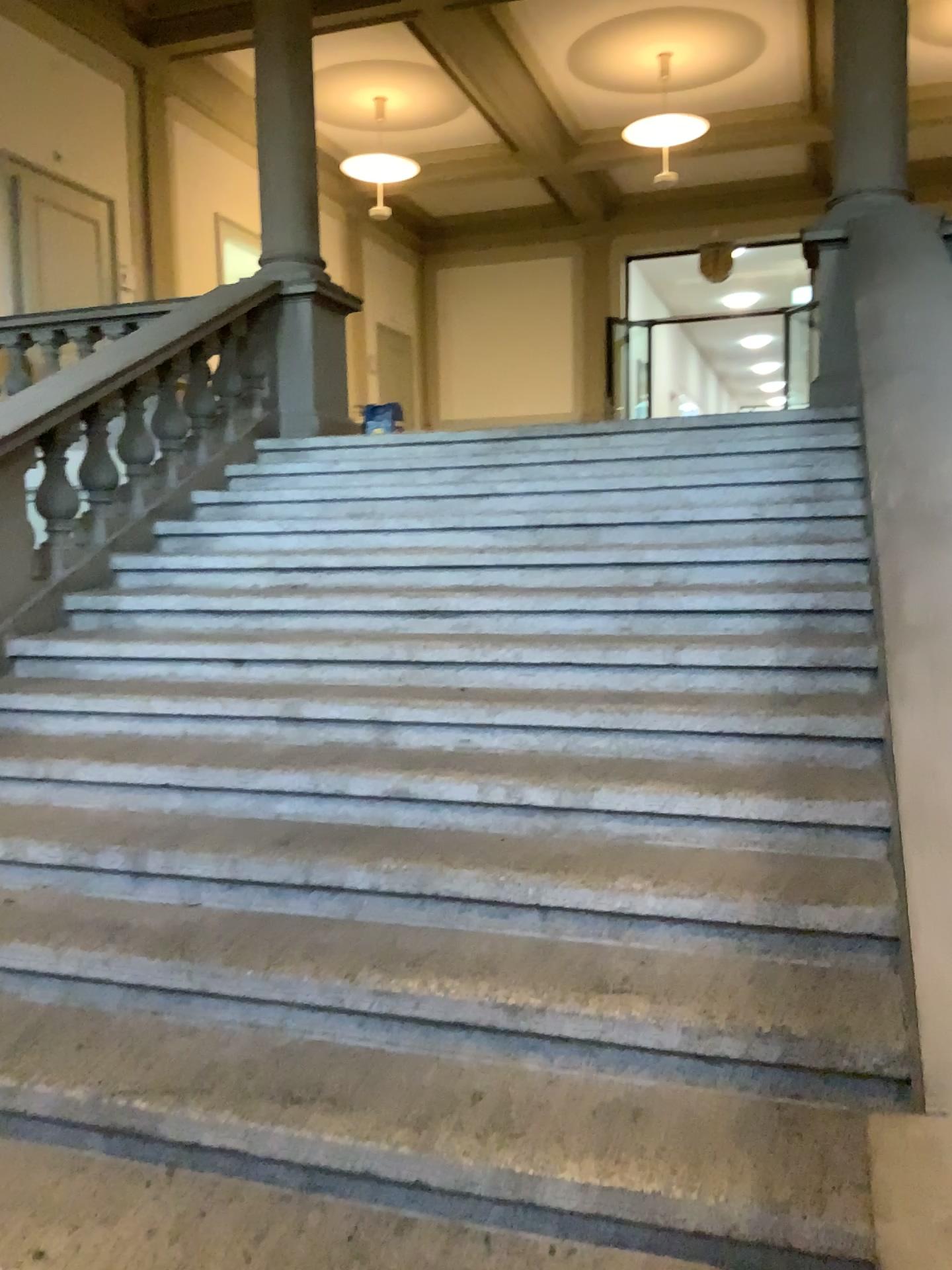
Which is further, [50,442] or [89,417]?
[89,417]

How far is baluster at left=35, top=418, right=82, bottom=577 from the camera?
4.4 meters

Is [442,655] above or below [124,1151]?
above

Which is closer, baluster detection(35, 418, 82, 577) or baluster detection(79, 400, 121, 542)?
baluster detection(35, 418, 82, 577)

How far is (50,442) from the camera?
4.4 meters
